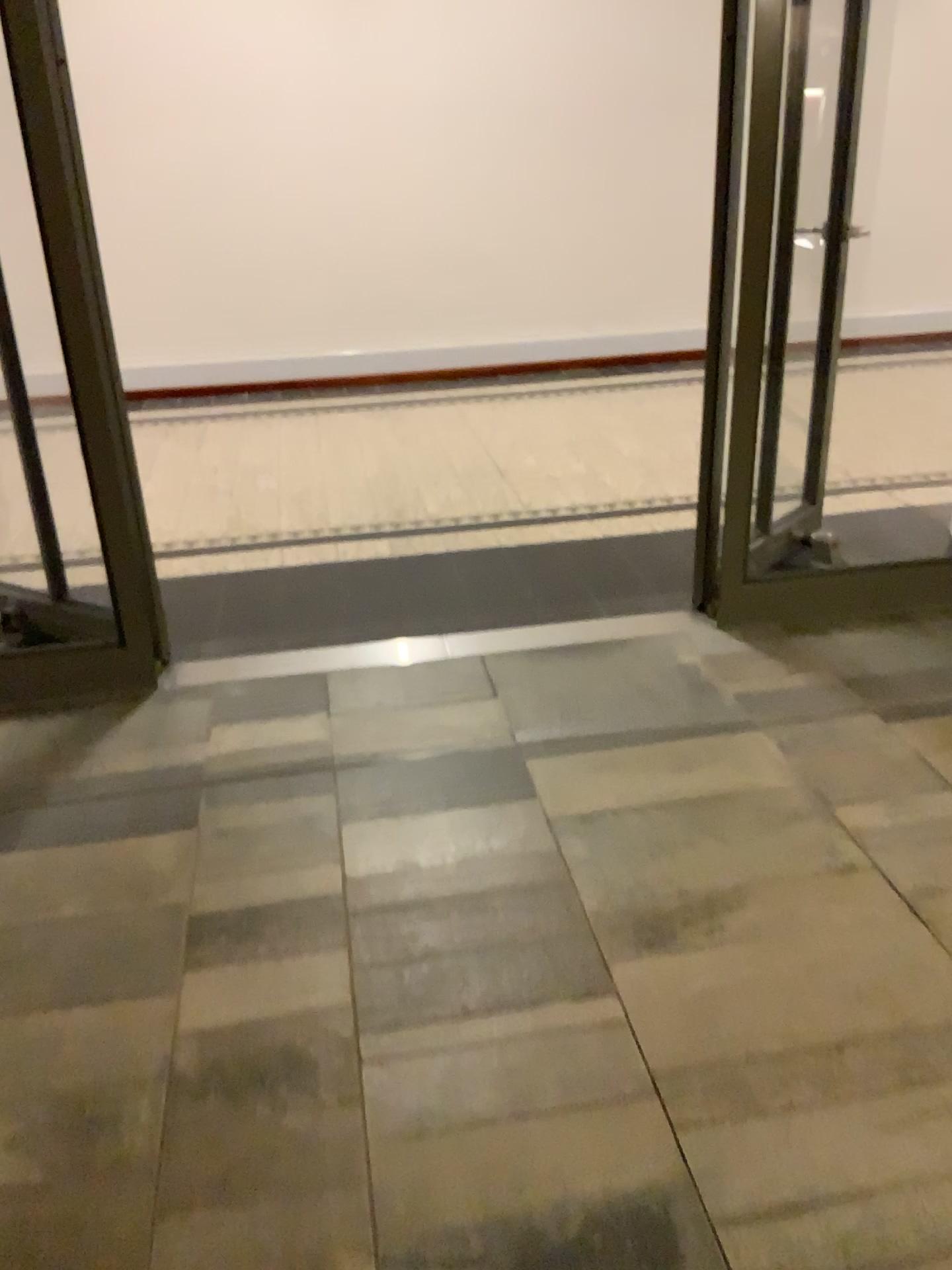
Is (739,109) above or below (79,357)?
above

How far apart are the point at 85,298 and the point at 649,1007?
2.1 meters
